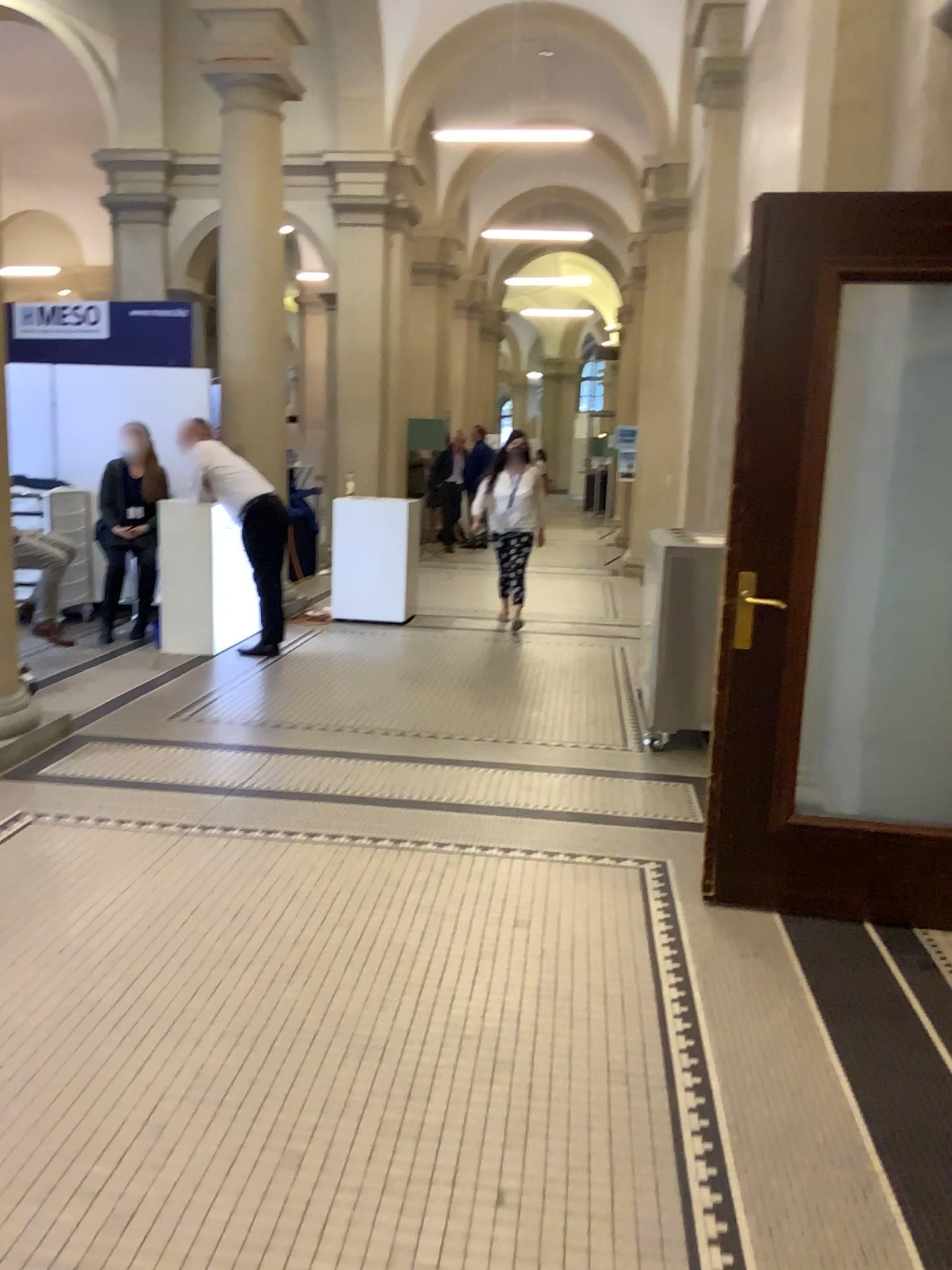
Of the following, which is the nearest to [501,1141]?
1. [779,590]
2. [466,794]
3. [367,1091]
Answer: [367,1091]
